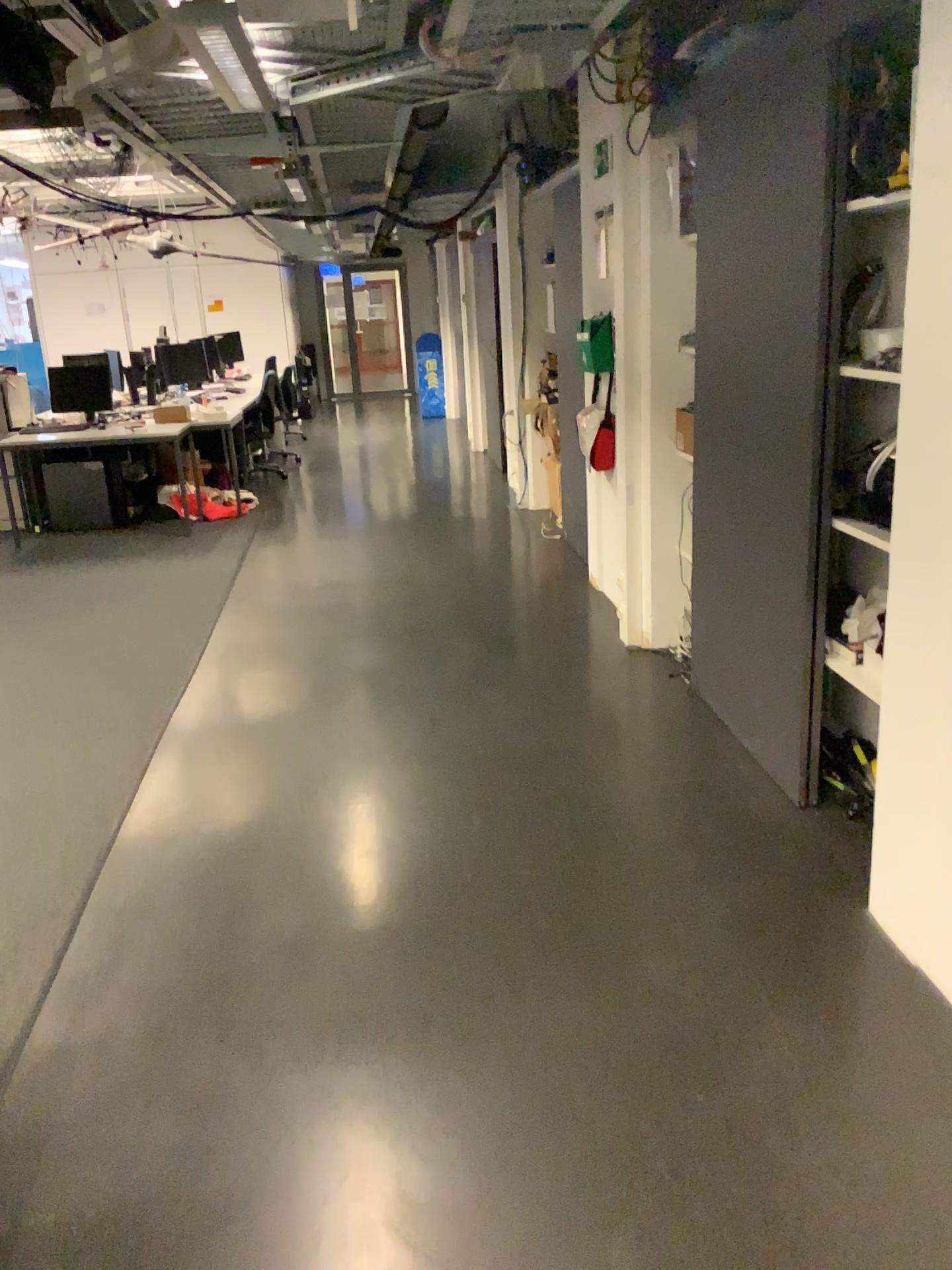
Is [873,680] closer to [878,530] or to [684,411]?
[878,530]

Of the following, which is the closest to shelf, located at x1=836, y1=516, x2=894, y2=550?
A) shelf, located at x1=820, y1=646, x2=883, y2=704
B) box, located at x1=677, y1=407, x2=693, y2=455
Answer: shelf, located at x1=820, y1=646, x2=883, y2=704

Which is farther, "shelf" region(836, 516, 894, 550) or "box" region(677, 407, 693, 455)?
"box" region(677, 407, 693, 455)

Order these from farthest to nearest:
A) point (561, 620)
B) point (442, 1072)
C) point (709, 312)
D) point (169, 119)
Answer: point (561, 620) < point (169, 119) < point (709, 312) < point (442, 1072)

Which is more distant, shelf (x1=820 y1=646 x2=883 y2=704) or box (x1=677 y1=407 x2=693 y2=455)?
box (x1=677 y1=407 x2=693 y2=455)

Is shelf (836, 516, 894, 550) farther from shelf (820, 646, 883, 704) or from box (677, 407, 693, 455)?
box (677, 407, 693, 455)

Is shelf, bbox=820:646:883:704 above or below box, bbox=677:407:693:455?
below

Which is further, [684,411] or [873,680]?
[684,411]

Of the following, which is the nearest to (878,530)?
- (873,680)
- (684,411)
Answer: (873,680)
